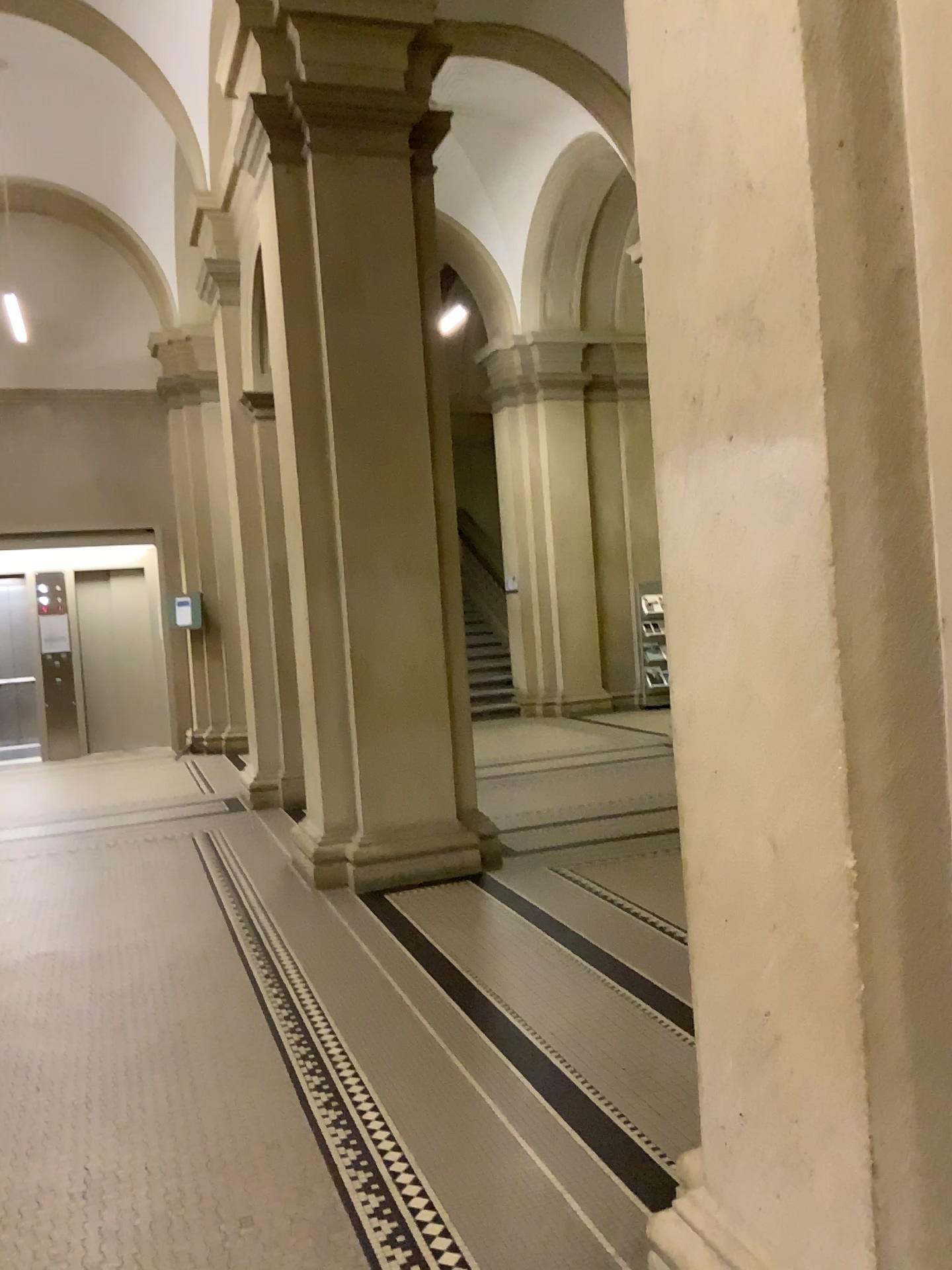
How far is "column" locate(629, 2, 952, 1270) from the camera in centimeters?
160cm

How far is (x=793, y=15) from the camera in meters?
1.6

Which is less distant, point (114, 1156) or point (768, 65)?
point (768, 65)
